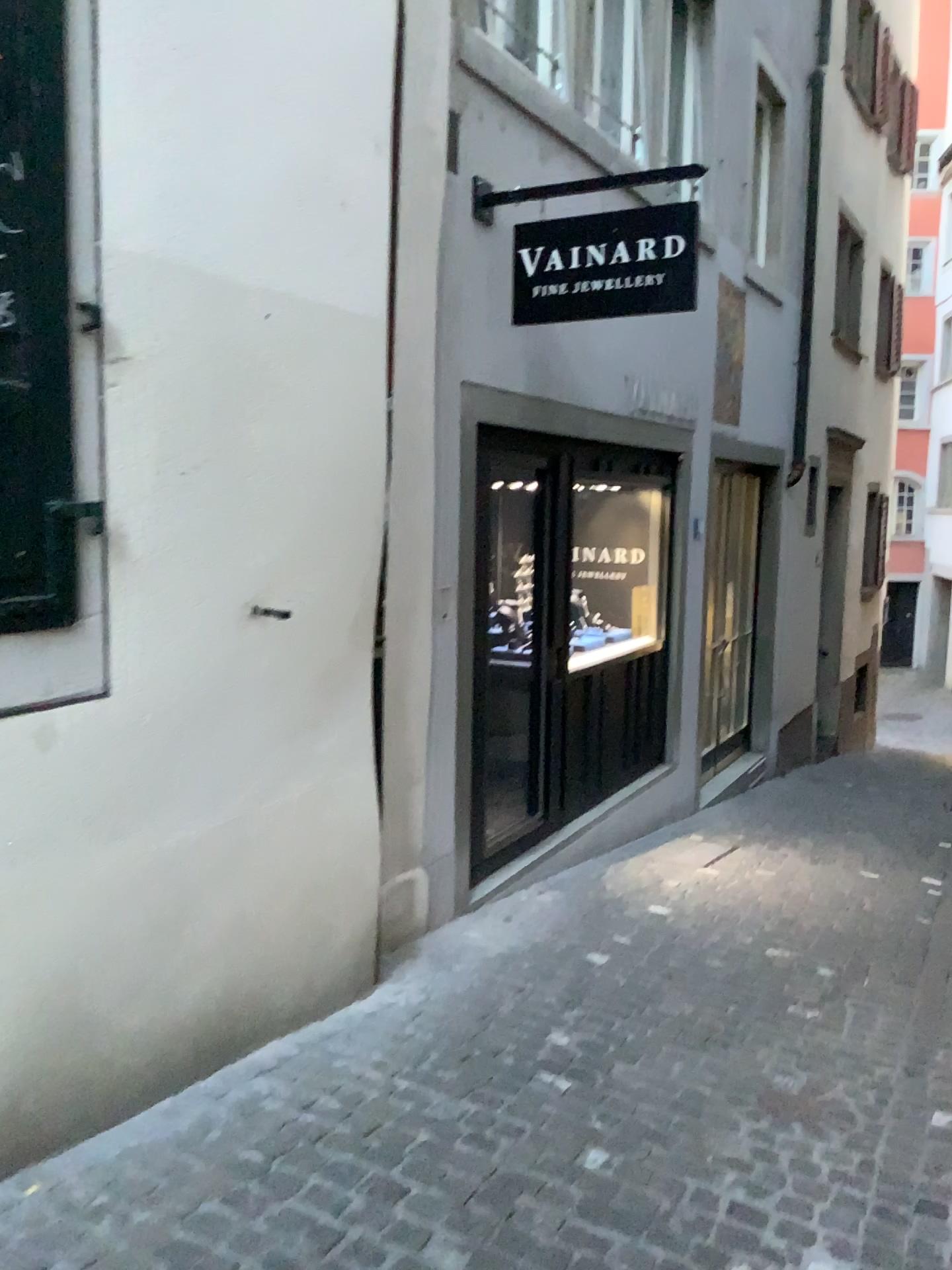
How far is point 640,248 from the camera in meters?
4.0 m

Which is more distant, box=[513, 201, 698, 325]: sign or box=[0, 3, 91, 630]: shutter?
box=[513, 201, 698, 325]: sign

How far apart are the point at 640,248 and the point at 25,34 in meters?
2.5

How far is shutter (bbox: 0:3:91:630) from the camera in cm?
209

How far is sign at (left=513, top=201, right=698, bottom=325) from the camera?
4.0m

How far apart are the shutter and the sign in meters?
2.3 m

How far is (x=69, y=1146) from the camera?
2.4m

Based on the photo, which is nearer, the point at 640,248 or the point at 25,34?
the point at 25,34
